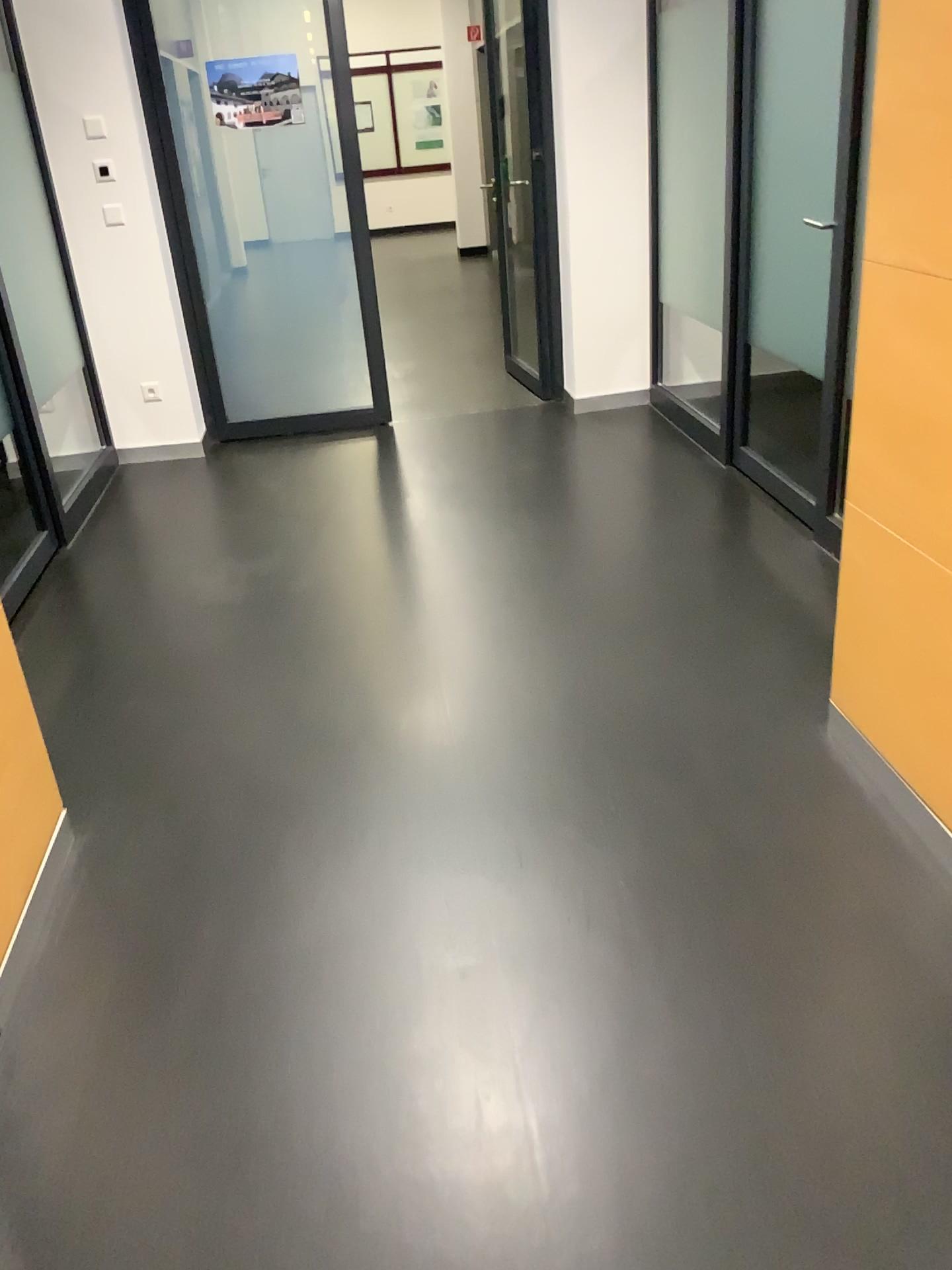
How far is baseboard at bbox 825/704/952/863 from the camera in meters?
2.1 m

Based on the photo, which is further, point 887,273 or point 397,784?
point 397,784

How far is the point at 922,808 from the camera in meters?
2.1
